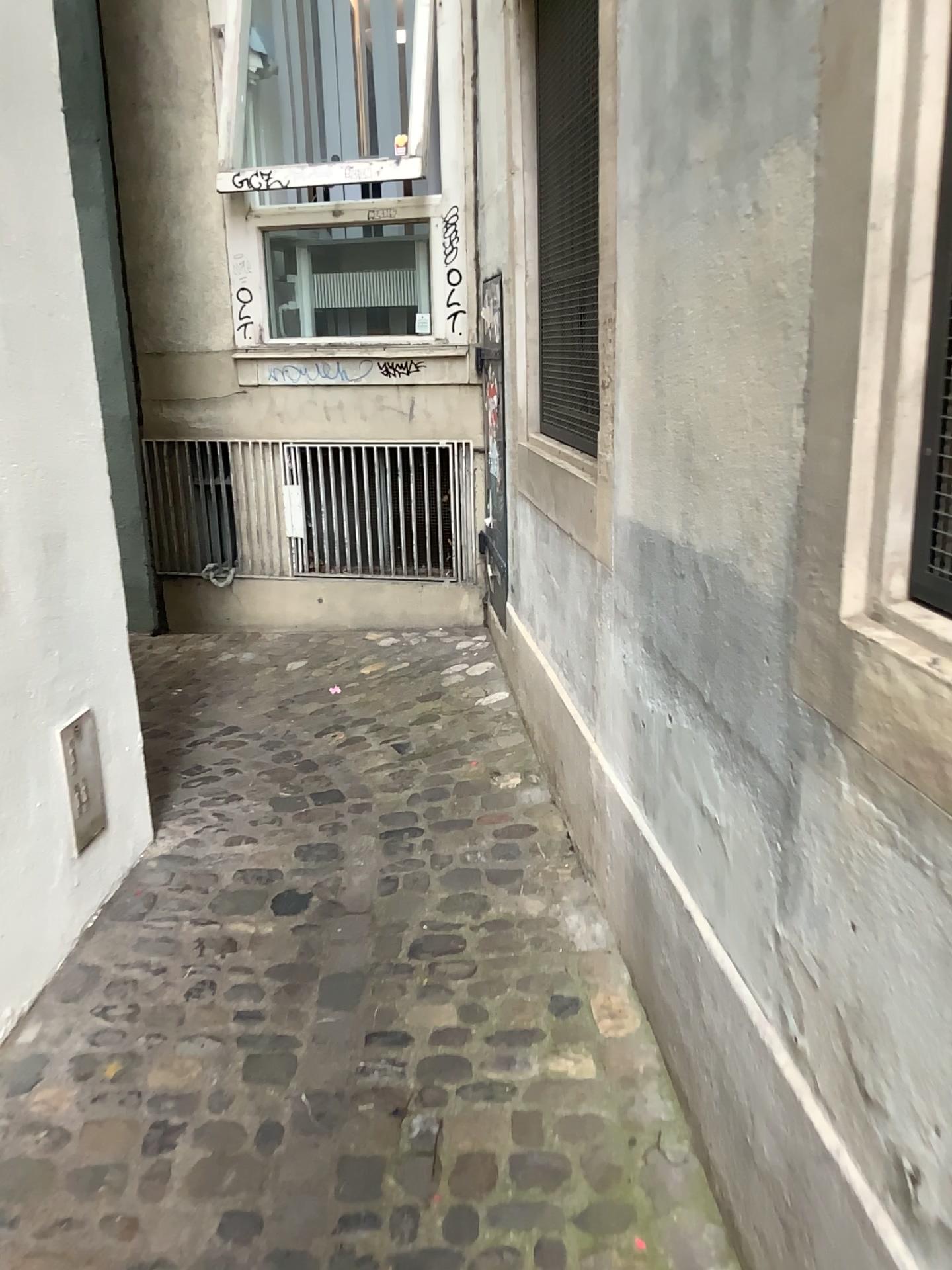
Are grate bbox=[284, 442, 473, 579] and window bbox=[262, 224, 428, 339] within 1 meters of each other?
yes

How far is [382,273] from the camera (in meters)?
4.52

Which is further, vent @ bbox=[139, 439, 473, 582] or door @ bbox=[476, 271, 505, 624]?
vent @ bbox=[139, 439, 473, 582]

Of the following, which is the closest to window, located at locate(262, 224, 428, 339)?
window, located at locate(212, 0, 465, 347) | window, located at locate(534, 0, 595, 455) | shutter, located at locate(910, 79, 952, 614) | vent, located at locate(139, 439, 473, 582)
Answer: window, located at locate(212, 0, 465, 347)

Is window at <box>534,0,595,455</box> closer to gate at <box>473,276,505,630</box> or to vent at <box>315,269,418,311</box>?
gate at <box>473,276,505,630</box>

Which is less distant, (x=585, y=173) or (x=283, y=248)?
(x=585, y=173)

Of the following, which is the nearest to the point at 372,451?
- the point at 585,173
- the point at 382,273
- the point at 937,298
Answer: the point at 382,273

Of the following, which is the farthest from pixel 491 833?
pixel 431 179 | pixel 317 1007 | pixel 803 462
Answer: pixel 431 179

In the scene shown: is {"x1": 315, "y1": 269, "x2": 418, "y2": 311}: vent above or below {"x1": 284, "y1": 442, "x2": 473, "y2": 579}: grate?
above

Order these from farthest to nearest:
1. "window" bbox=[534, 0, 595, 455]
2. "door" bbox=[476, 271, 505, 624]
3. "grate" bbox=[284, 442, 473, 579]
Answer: "grate" bbox=[284, 442, 473, 579], "door" bbox=[476, 271, 505, 624], "window" bbox=[534, 0, 595, 455]
